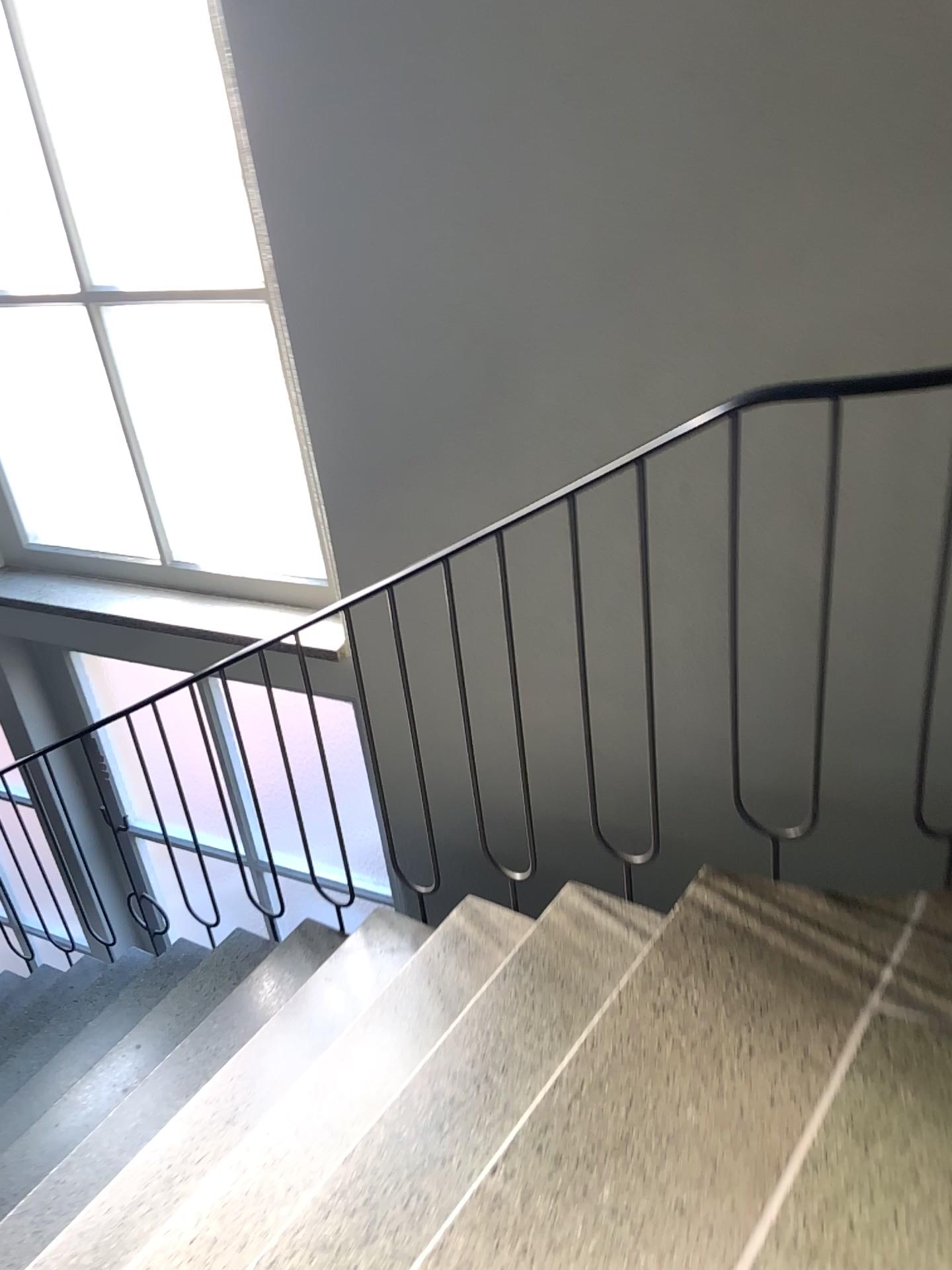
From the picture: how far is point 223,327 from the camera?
2.82m

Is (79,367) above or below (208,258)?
below

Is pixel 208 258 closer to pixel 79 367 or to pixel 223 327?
pixel 223 327

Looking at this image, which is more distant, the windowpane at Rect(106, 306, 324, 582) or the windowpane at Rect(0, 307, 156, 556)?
the windowpane at Rect(0, 307, 156, 556)

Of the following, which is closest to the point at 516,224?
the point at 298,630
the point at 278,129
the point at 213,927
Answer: the point at 278,129

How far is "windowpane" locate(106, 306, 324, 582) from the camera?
2.8m
